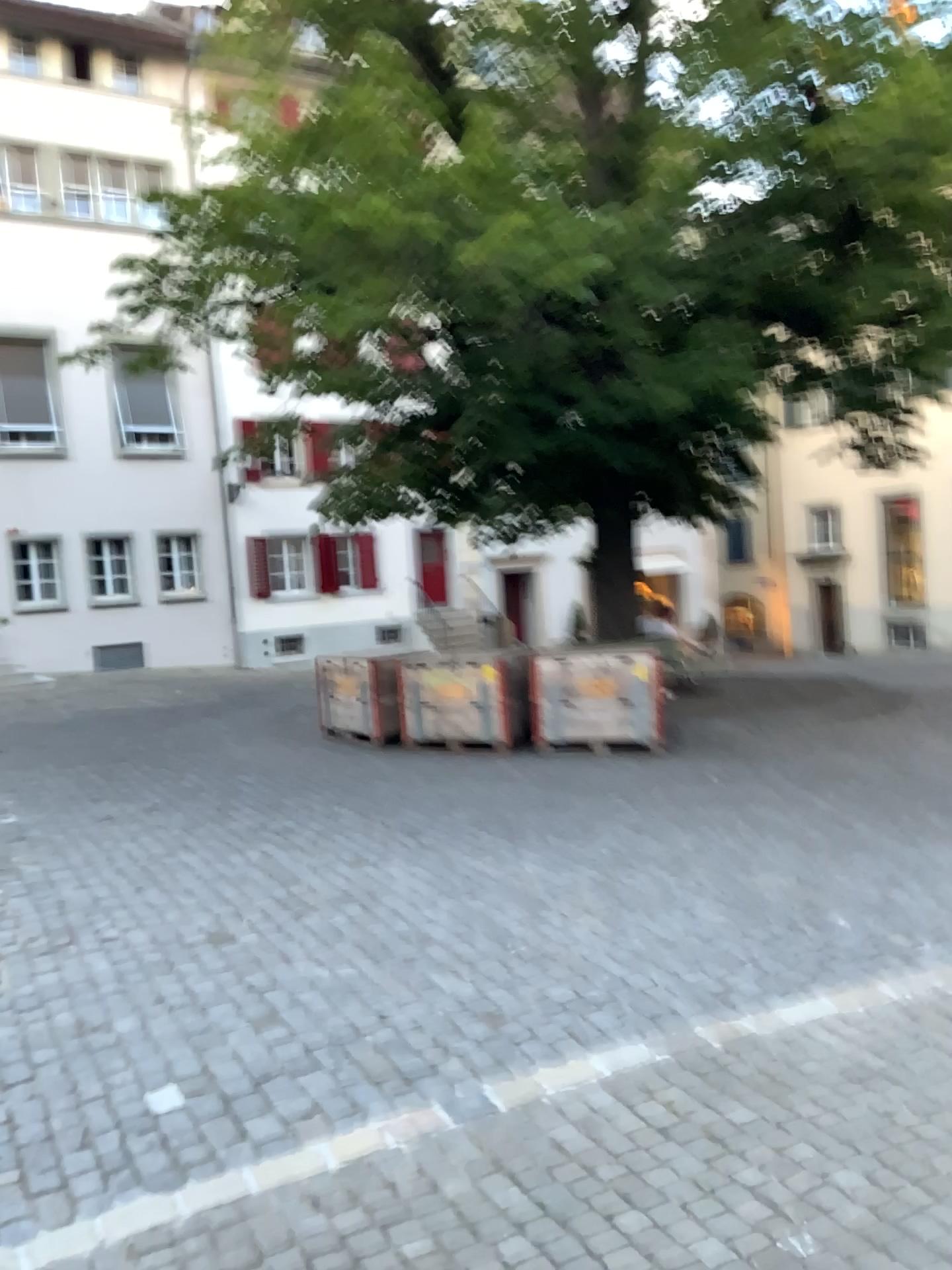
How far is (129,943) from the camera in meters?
5.0 m
